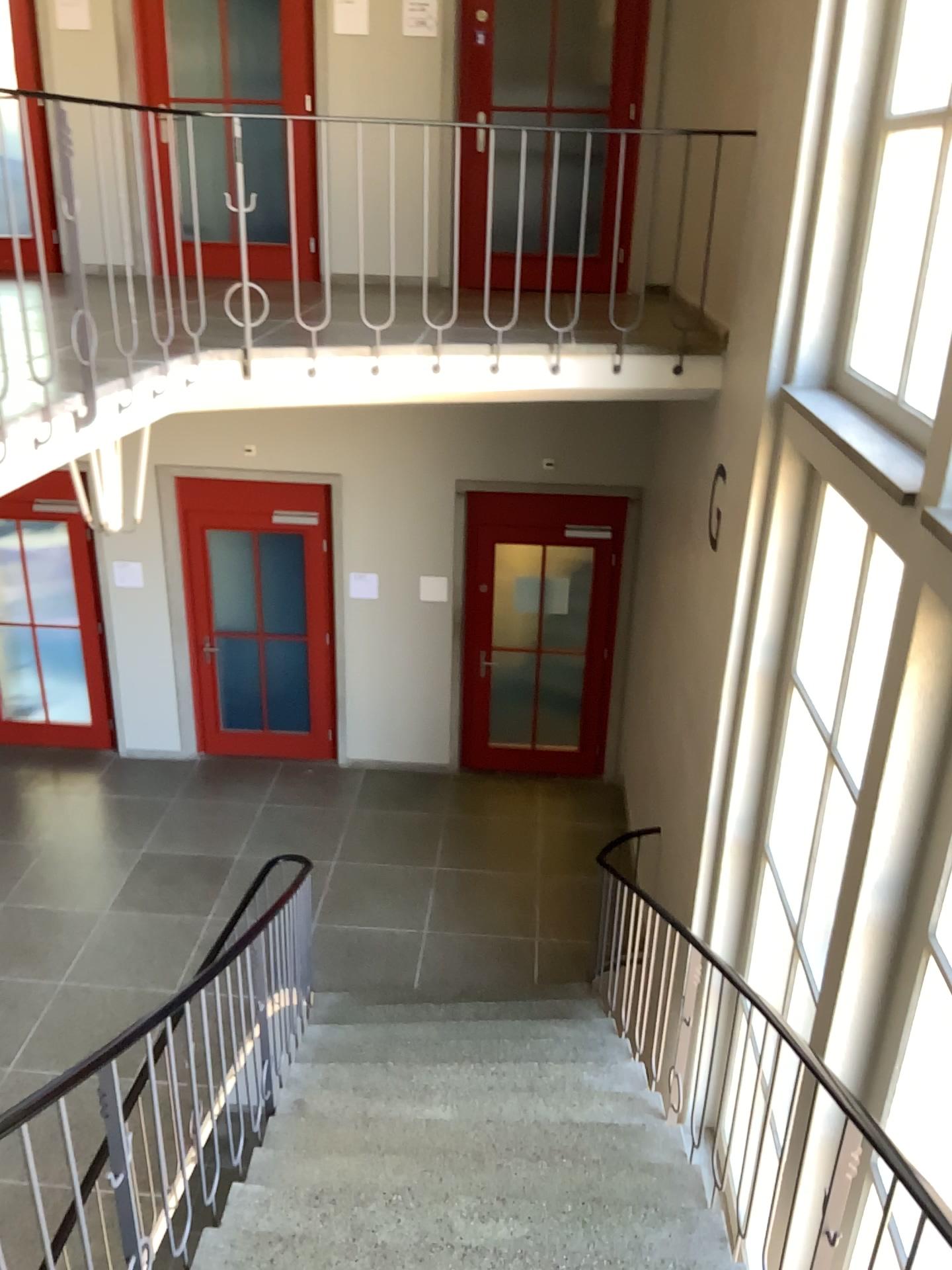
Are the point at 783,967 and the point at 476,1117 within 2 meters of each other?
yes
